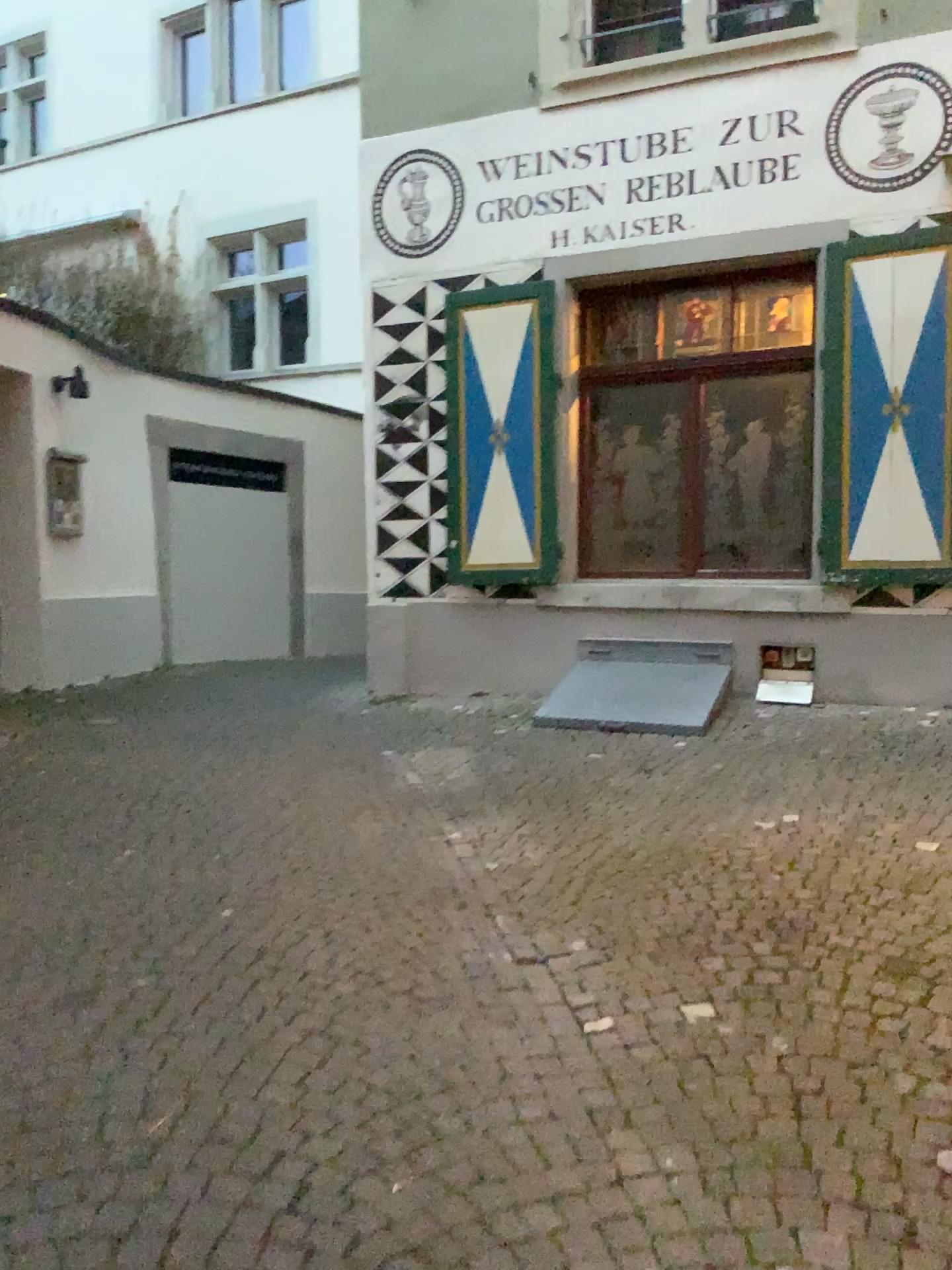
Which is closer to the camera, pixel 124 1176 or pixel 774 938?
pixel 124 1176
